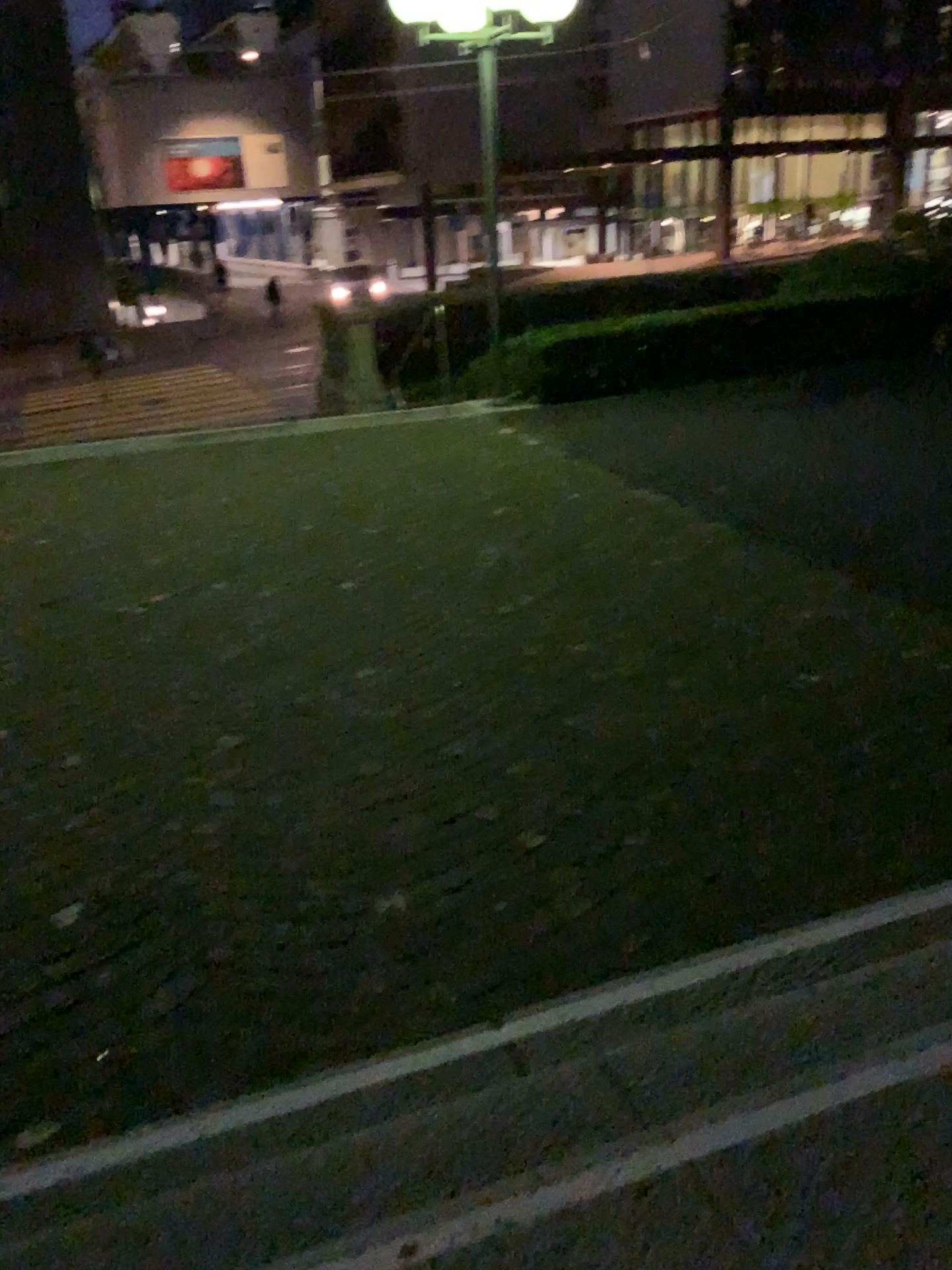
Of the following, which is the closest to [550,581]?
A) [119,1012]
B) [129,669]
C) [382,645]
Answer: [382,645]
